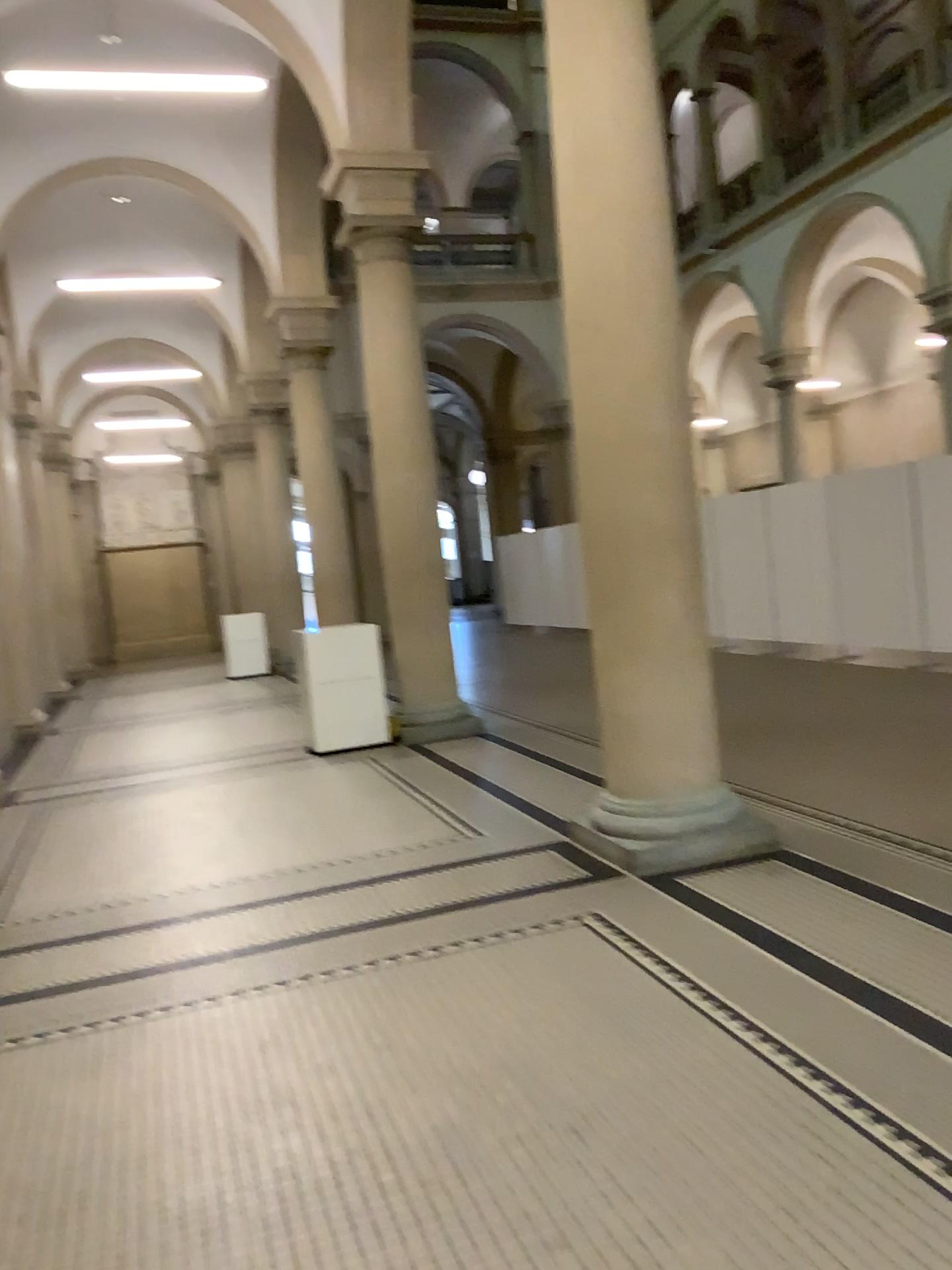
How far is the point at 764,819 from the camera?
4.8m

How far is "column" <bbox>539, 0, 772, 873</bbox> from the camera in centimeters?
448cm

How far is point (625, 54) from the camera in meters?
4.5 m
